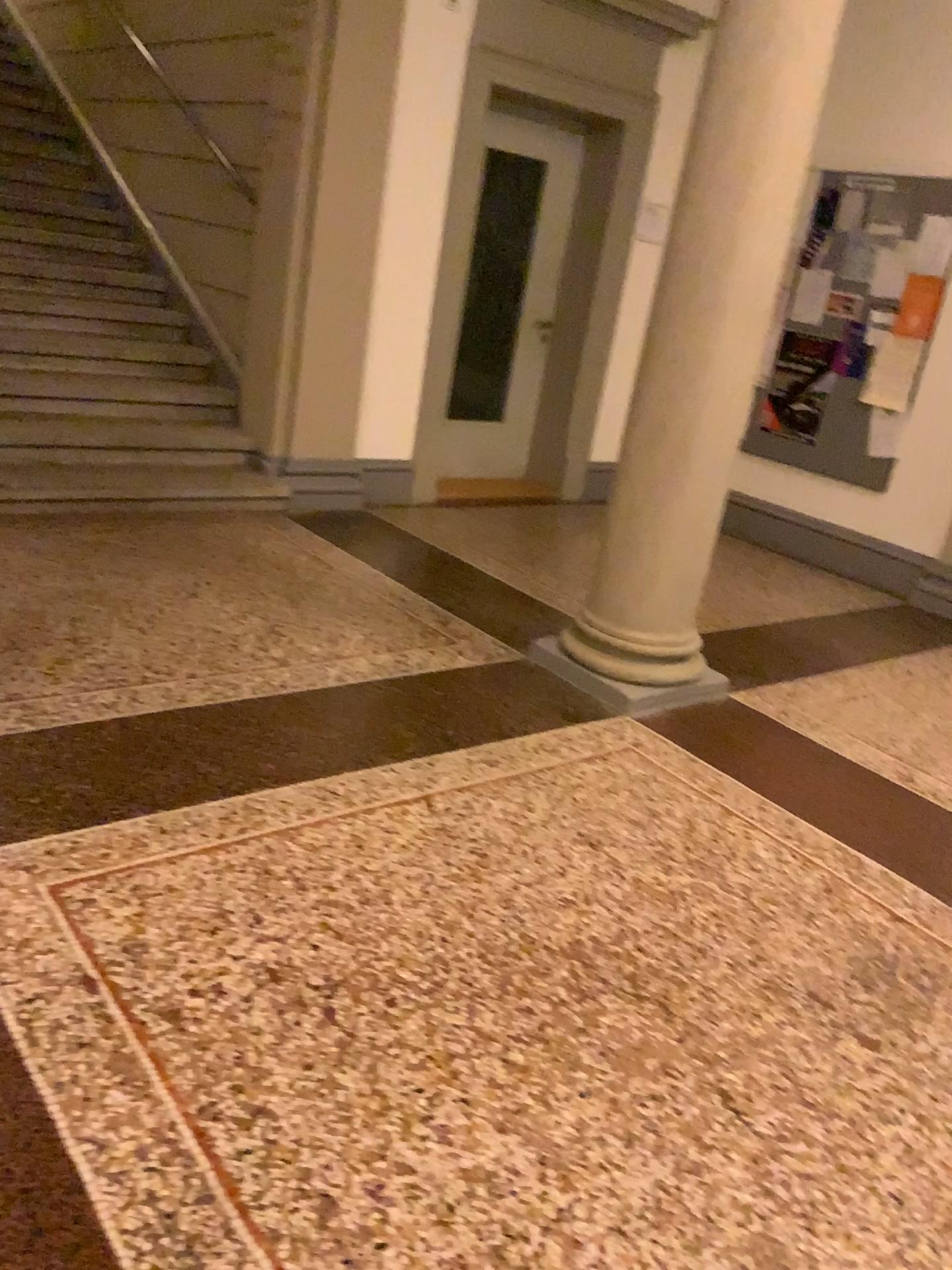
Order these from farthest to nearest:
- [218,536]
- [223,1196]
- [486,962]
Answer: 1. [218,536]
2. [486,962]
3. [223,1196]
